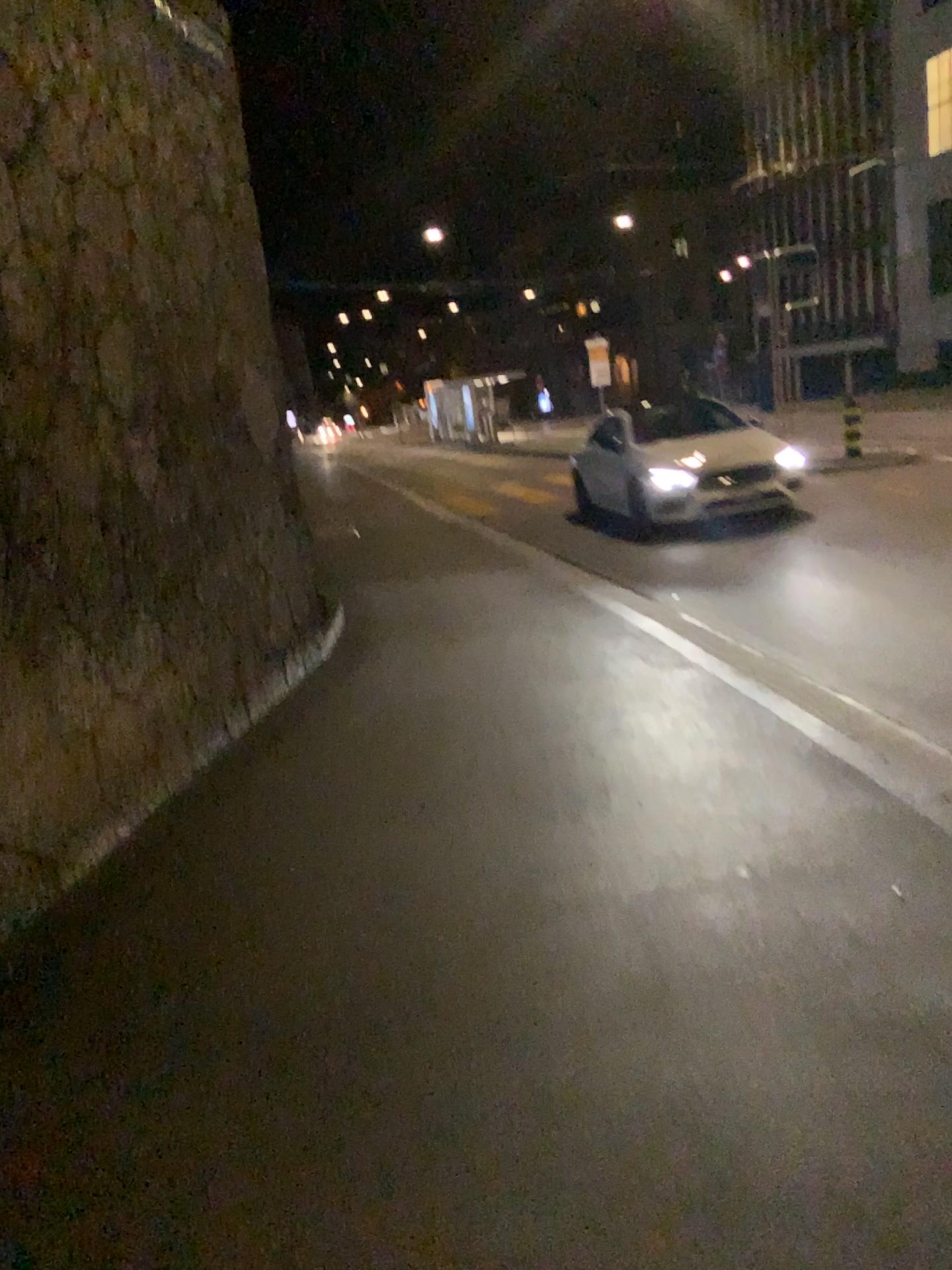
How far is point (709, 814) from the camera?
3.86m
